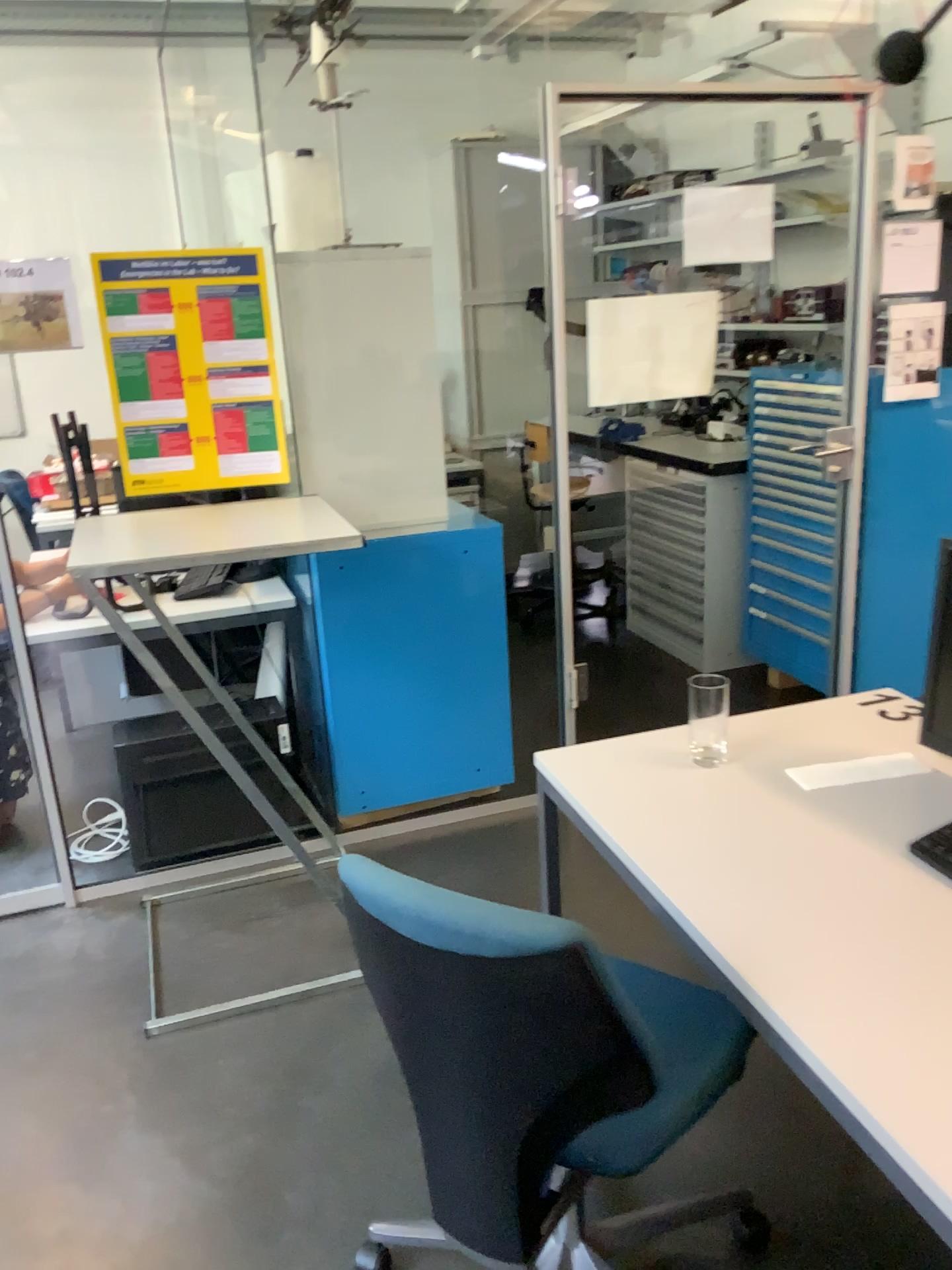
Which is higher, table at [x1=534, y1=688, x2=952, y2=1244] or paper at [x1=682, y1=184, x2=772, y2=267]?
paper at [x1=682, y1=184, x2=772, y2=267]

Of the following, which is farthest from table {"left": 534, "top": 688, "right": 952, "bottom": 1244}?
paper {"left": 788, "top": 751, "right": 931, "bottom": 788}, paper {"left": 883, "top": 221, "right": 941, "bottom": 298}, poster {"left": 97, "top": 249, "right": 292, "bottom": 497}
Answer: paper {"left": 883, "top": 221, "right": 941, "bottom": 298}

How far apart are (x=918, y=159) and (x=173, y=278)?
A: 2.3m

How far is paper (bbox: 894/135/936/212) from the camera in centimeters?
328cm

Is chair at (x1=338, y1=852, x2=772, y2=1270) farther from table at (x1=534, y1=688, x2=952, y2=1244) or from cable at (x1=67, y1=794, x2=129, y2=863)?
cable at (x1=67, y1=794, x2=129, y2=863)

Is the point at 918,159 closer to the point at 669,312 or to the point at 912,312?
the point at 912,312

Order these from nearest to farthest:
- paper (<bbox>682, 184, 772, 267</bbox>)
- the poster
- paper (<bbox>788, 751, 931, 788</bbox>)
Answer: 1. paper (<bbox>788, 751, 931, 788</bbox>)
2. the poster
3. paper (<bbox>682, 184, 772, 267</bbox>)

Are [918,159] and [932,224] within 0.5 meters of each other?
yes

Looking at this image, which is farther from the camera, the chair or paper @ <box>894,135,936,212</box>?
paper @ <box>894,135,936,212</box>

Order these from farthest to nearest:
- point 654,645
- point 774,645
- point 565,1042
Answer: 1. point 654,645
2. point 774,645
3. point 565,1042
